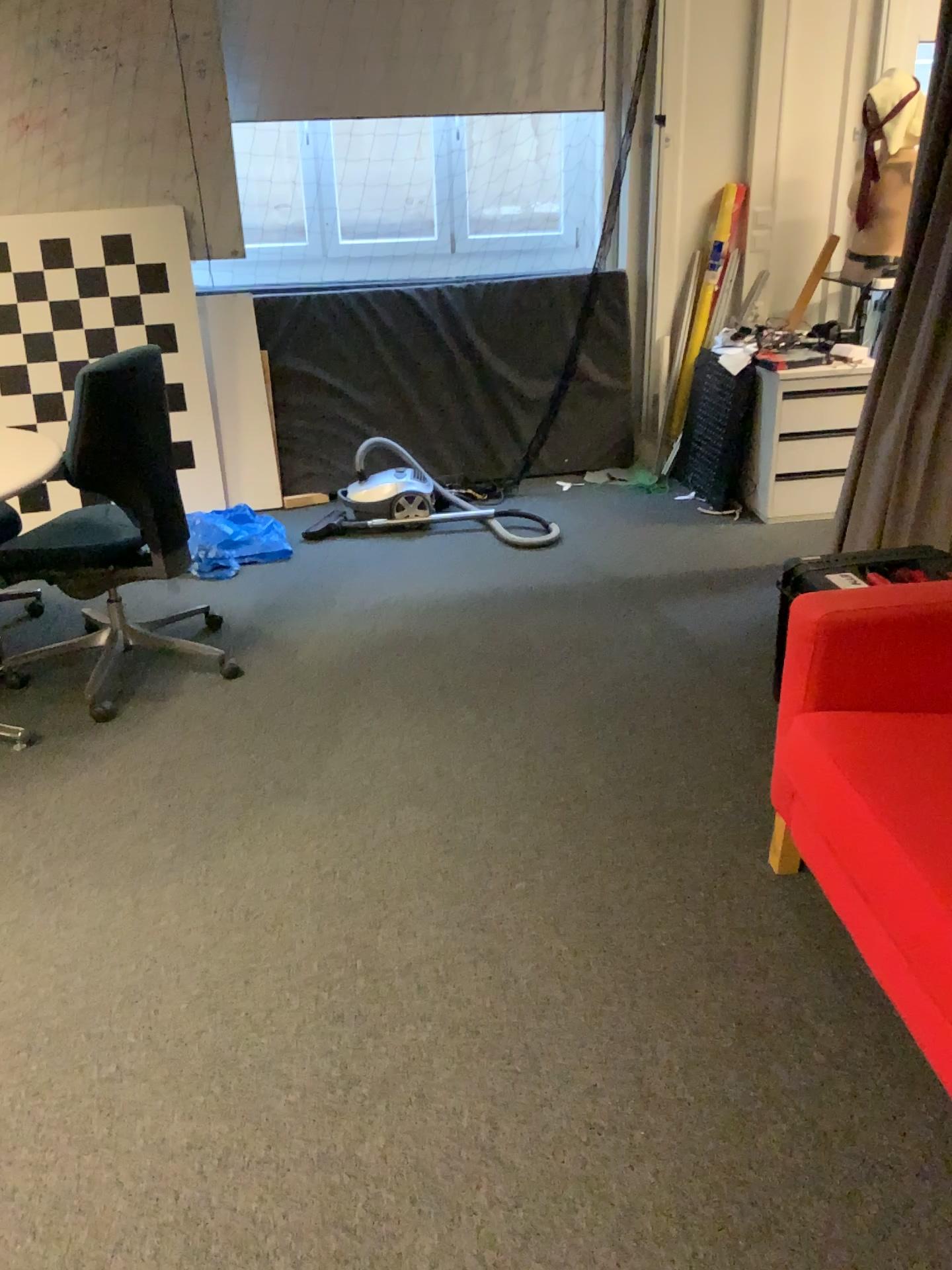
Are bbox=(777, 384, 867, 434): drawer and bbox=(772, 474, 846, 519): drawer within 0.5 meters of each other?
yes

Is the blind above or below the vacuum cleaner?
above

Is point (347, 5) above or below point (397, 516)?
above

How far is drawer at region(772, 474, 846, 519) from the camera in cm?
423

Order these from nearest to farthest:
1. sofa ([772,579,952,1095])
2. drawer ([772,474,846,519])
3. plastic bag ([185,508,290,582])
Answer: sofa ([772,579,952,1095])
plastic bag ([185,508,290,582])
drawer ([772,474,846,519])

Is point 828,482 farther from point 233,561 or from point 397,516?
point 233,561

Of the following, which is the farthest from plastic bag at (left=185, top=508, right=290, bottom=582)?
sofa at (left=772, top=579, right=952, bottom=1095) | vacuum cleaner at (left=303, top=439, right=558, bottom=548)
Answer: sofa at (left=772, top=579, right=952, bottom=1095)

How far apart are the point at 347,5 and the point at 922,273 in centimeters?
264cm

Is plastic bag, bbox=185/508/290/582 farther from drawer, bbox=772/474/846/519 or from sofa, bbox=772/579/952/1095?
sofa, bbox=772/579/952/1095

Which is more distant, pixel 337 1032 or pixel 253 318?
pixel 253 318
